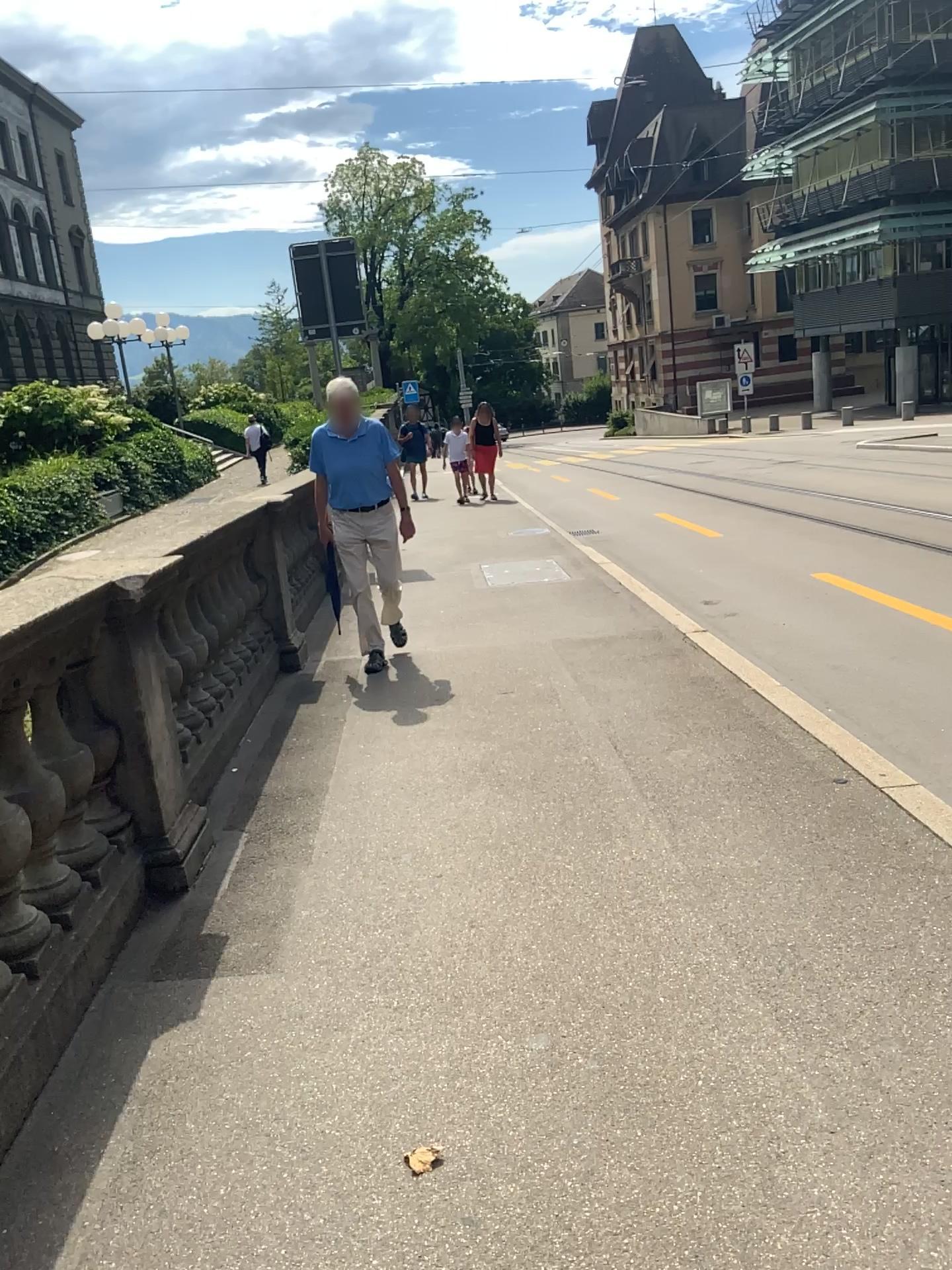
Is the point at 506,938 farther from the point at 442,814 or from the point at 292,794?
the point at 292,794
